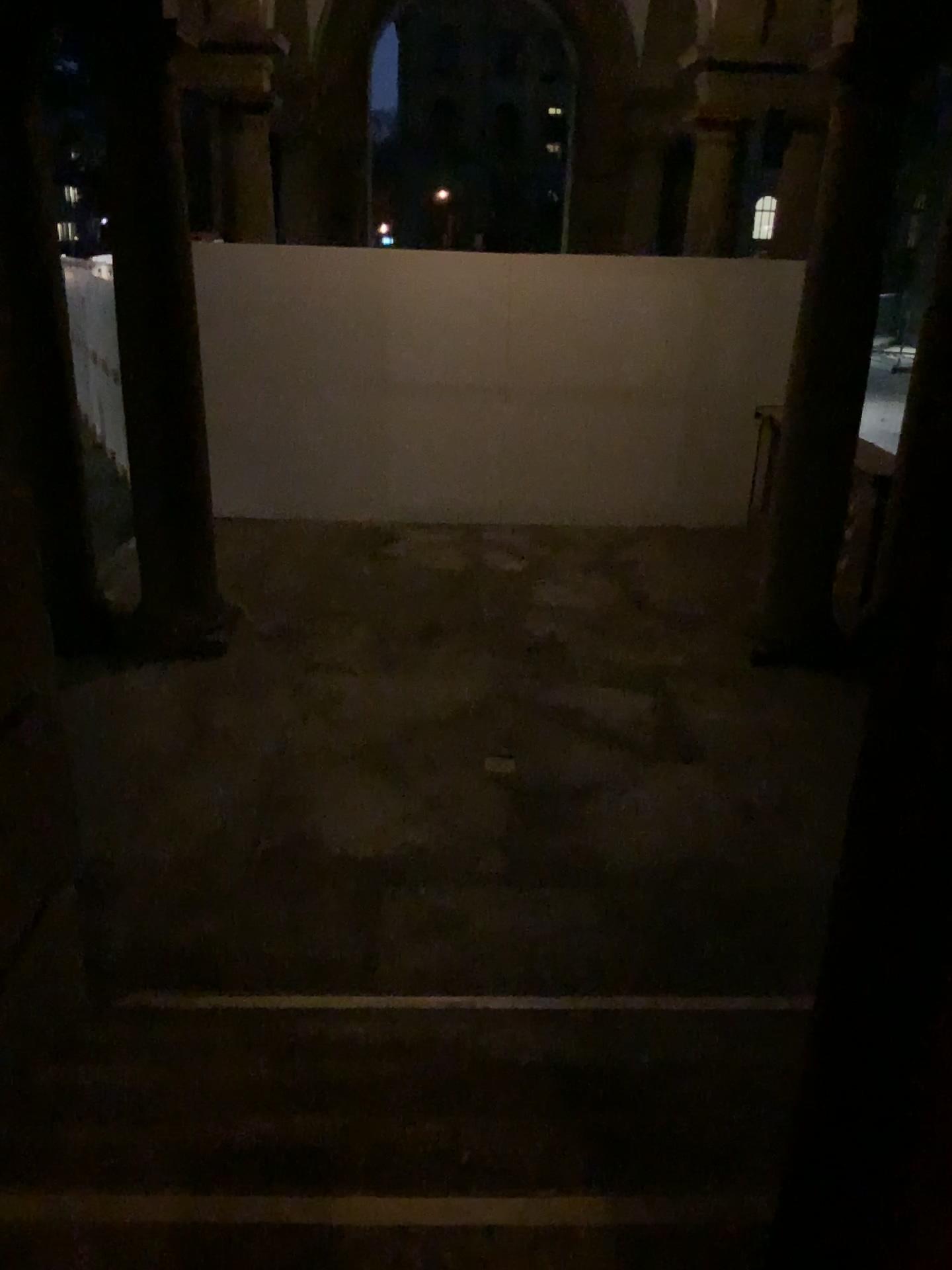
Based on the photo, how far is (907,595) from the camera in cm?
71

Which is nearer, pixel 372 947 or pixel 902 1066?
pixel 902 1066

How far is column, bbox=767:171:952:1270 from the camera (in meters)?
0.71
